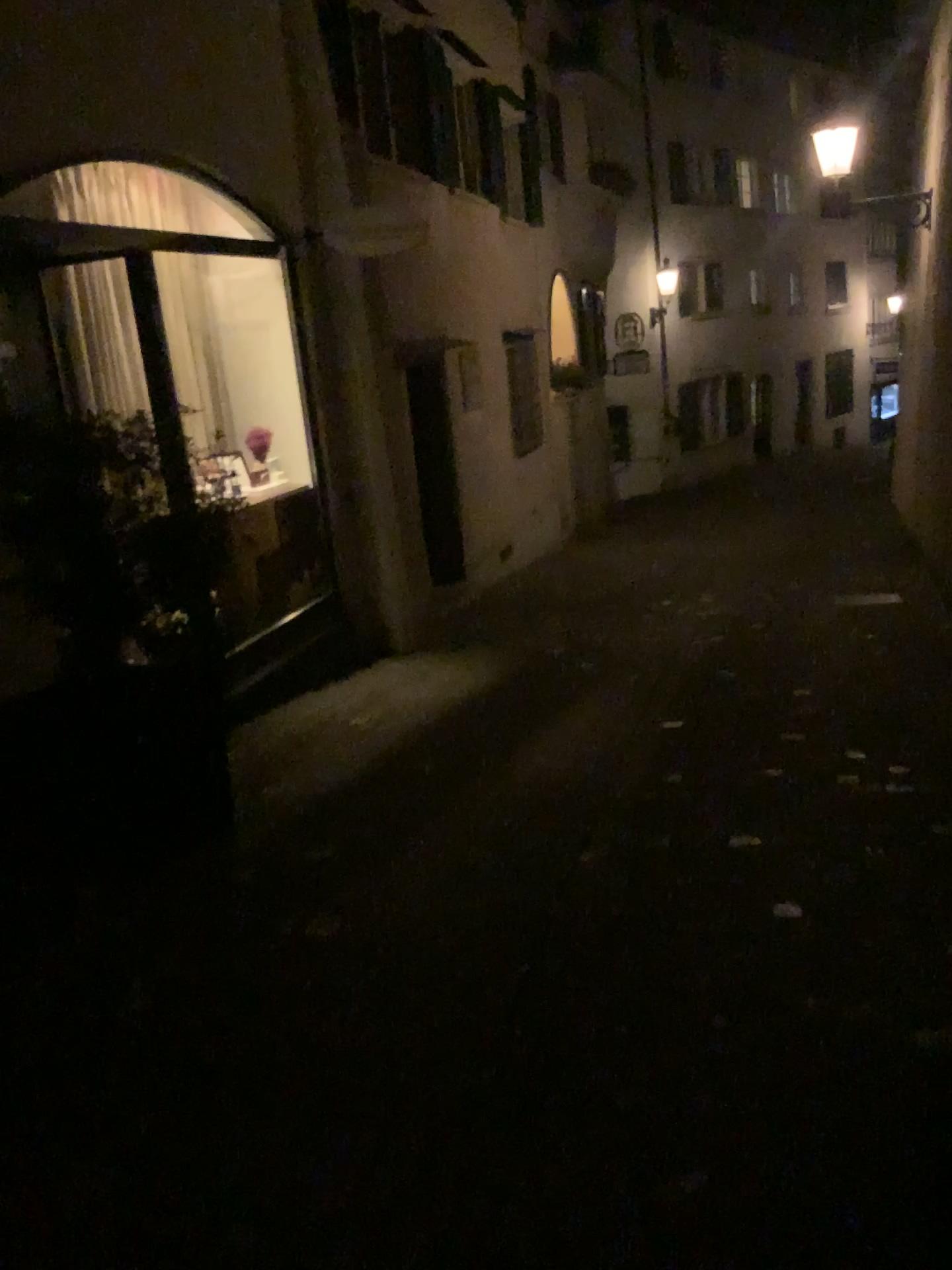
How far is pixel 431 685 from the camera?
6.16m
